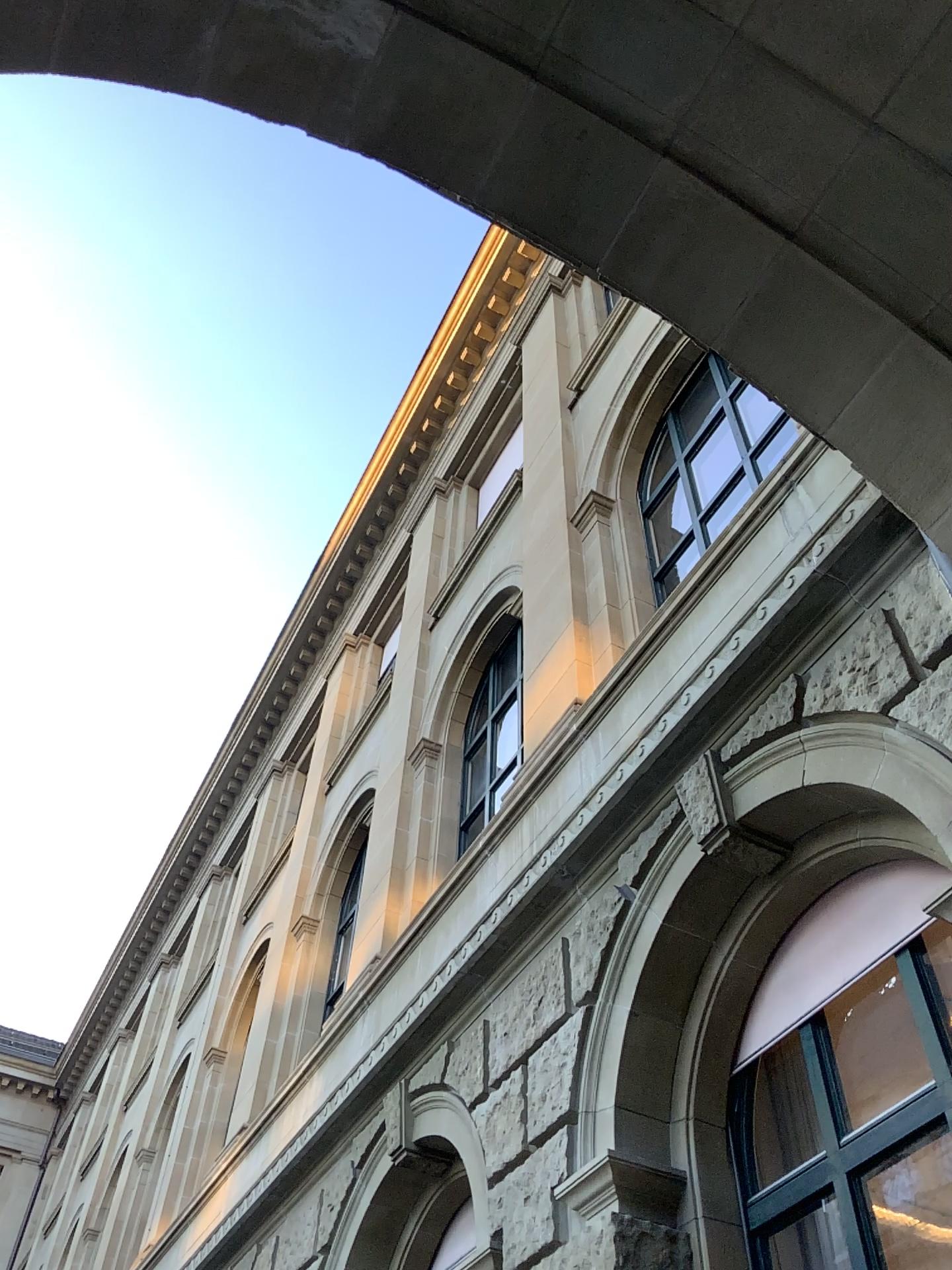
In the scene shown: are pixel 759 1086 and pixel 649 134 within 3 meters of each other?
no
